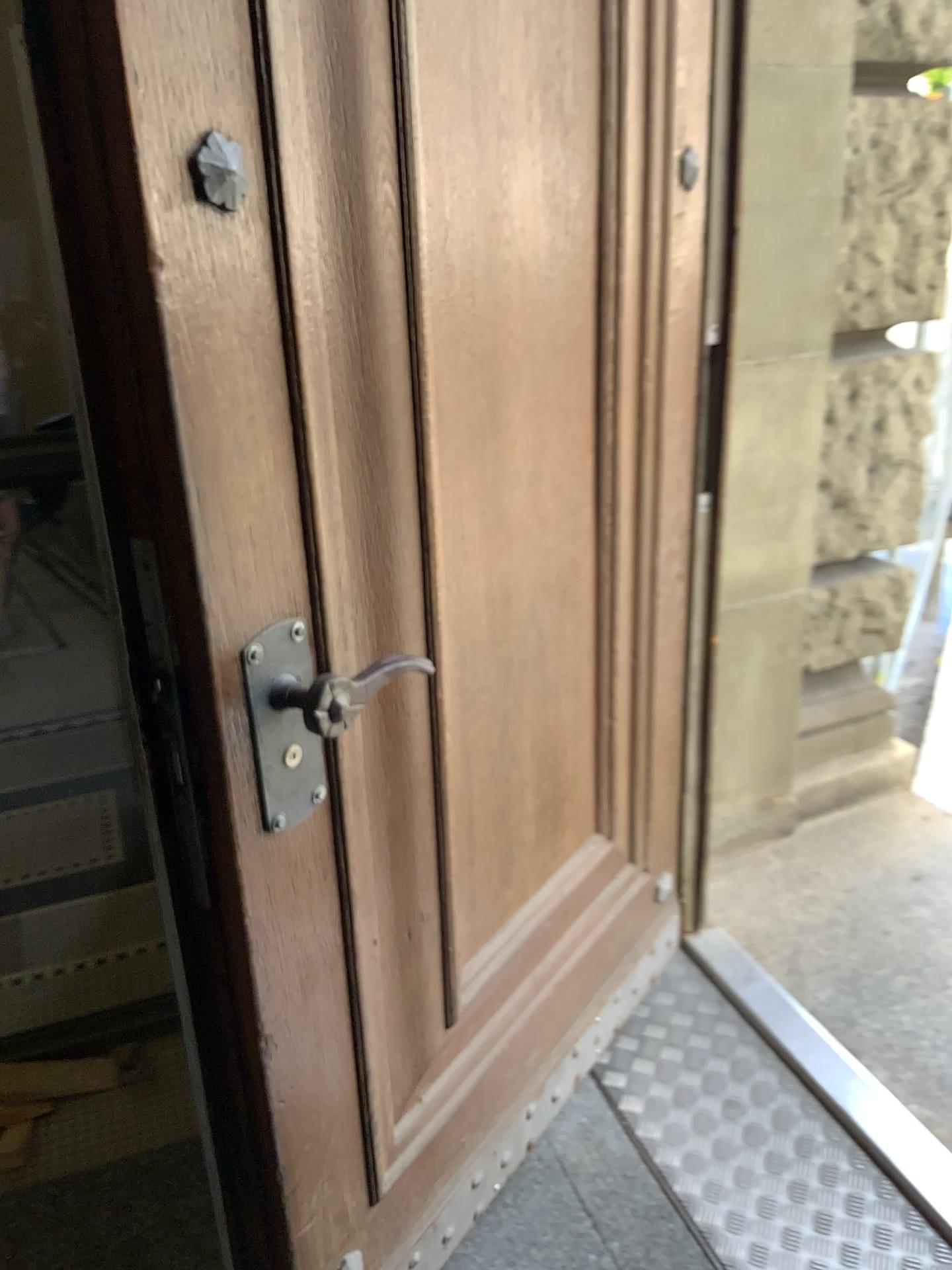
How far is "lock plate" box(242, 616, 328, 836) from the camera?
1.0 meters

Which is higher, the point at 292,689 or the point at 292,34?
the point at 292,34

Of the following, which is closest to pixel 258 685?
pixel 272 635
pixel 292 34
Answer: pixel 272 635

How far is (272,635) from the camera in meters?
1.0 m

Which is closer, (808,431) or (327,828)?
(327,828)

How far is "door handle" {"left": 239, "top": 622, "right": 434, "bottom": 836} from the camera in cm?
98
